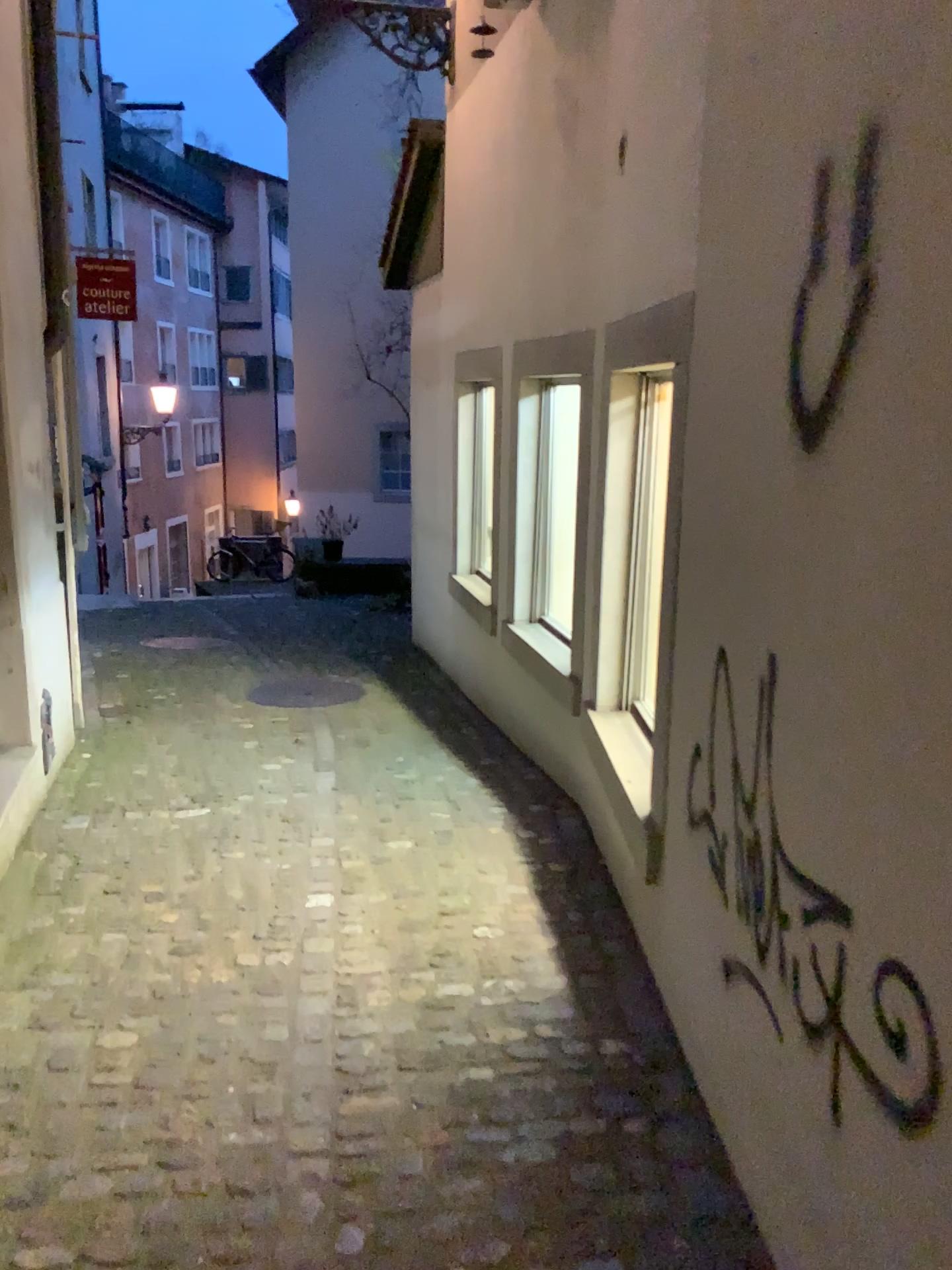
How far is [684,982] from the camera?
2.3m
